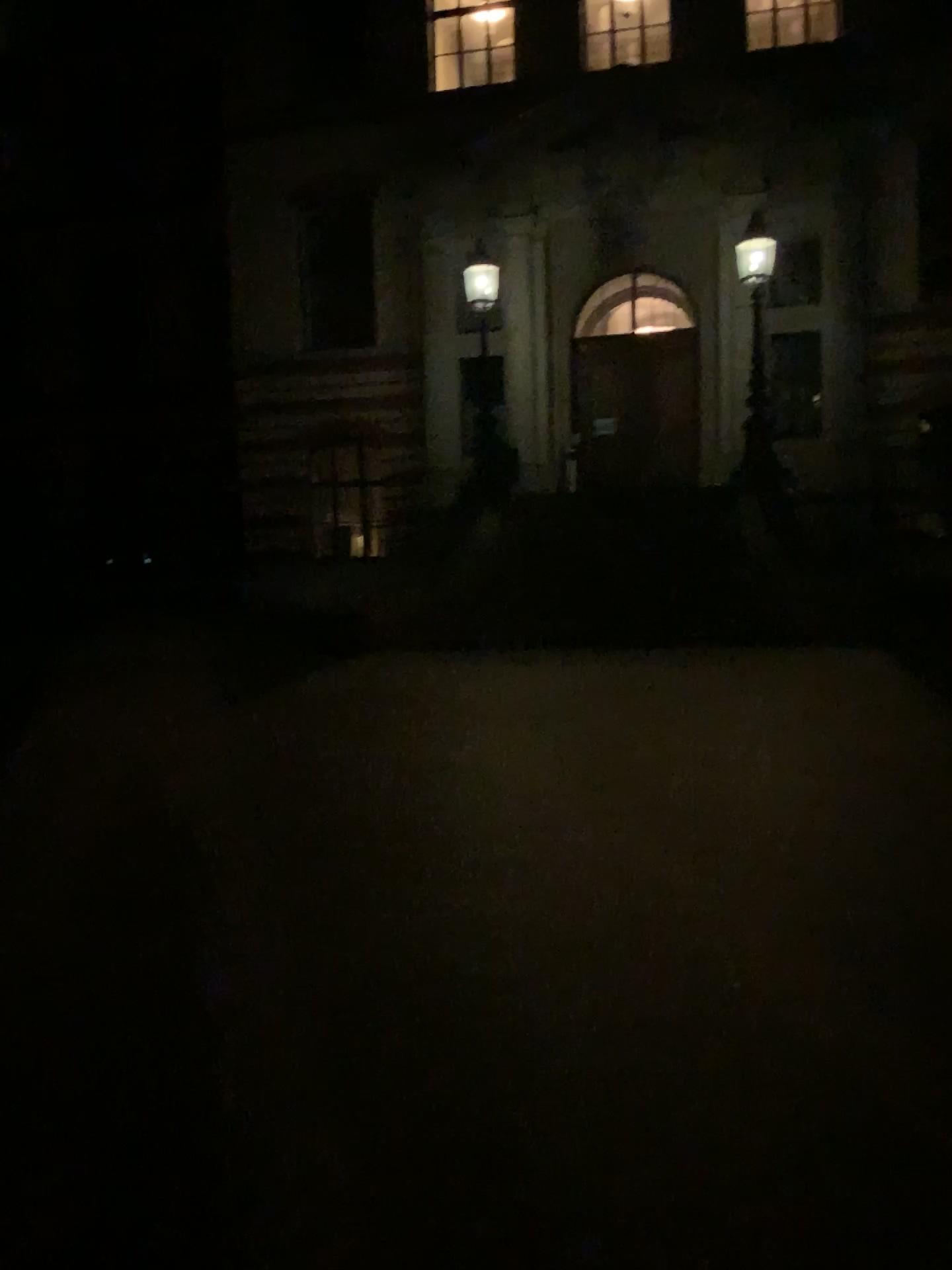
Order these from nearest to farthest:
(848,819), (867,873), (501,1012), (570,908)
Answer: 1. (501,1012)
2. (570,908)
3. (867,873)
4. (848,819)
